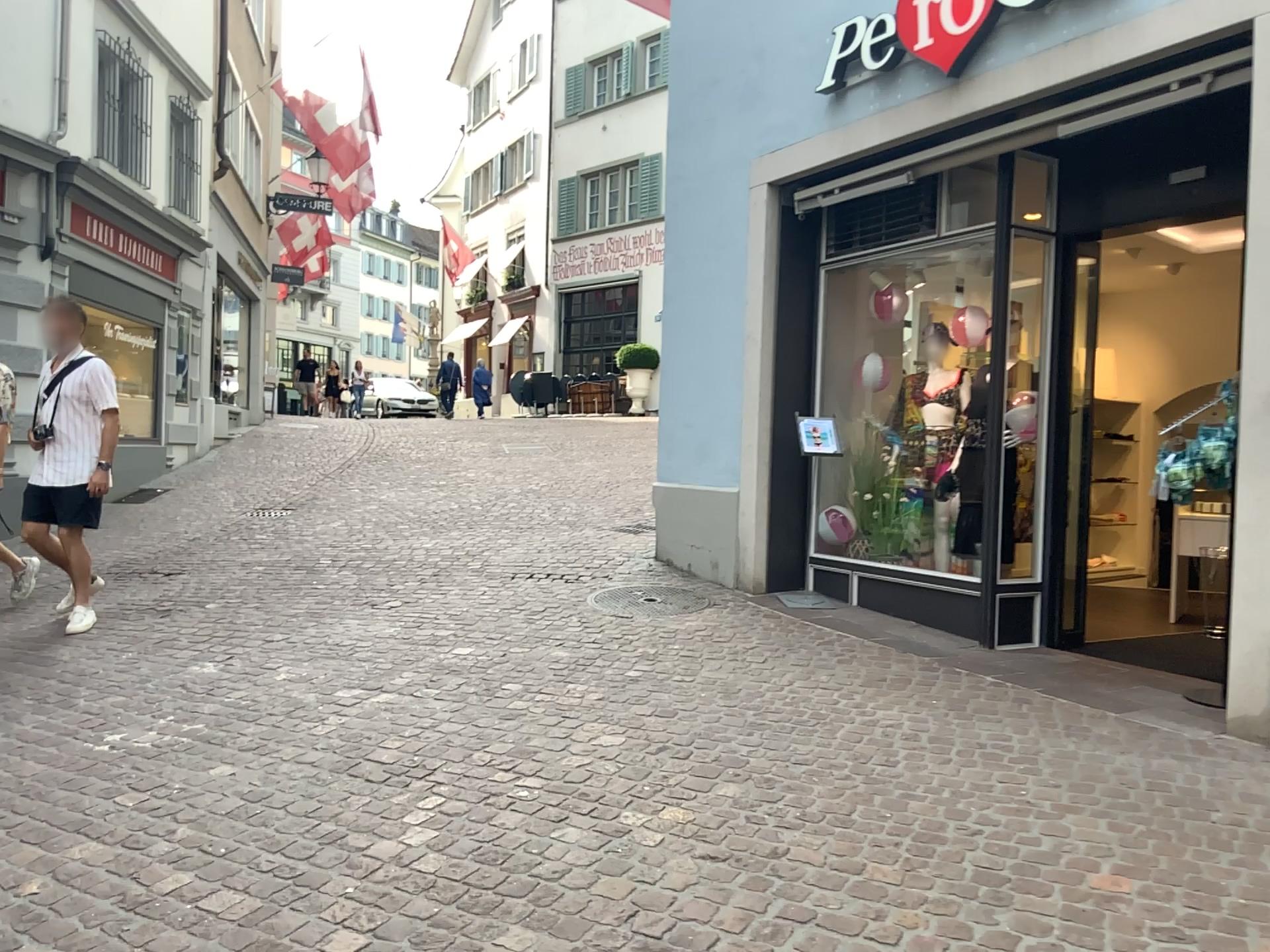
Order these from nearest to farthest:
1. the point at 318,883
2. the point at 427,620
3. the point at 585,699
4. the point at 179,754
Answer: the point at 318,883, the point at 179,754, the point at 585,699, the point at 427,620
